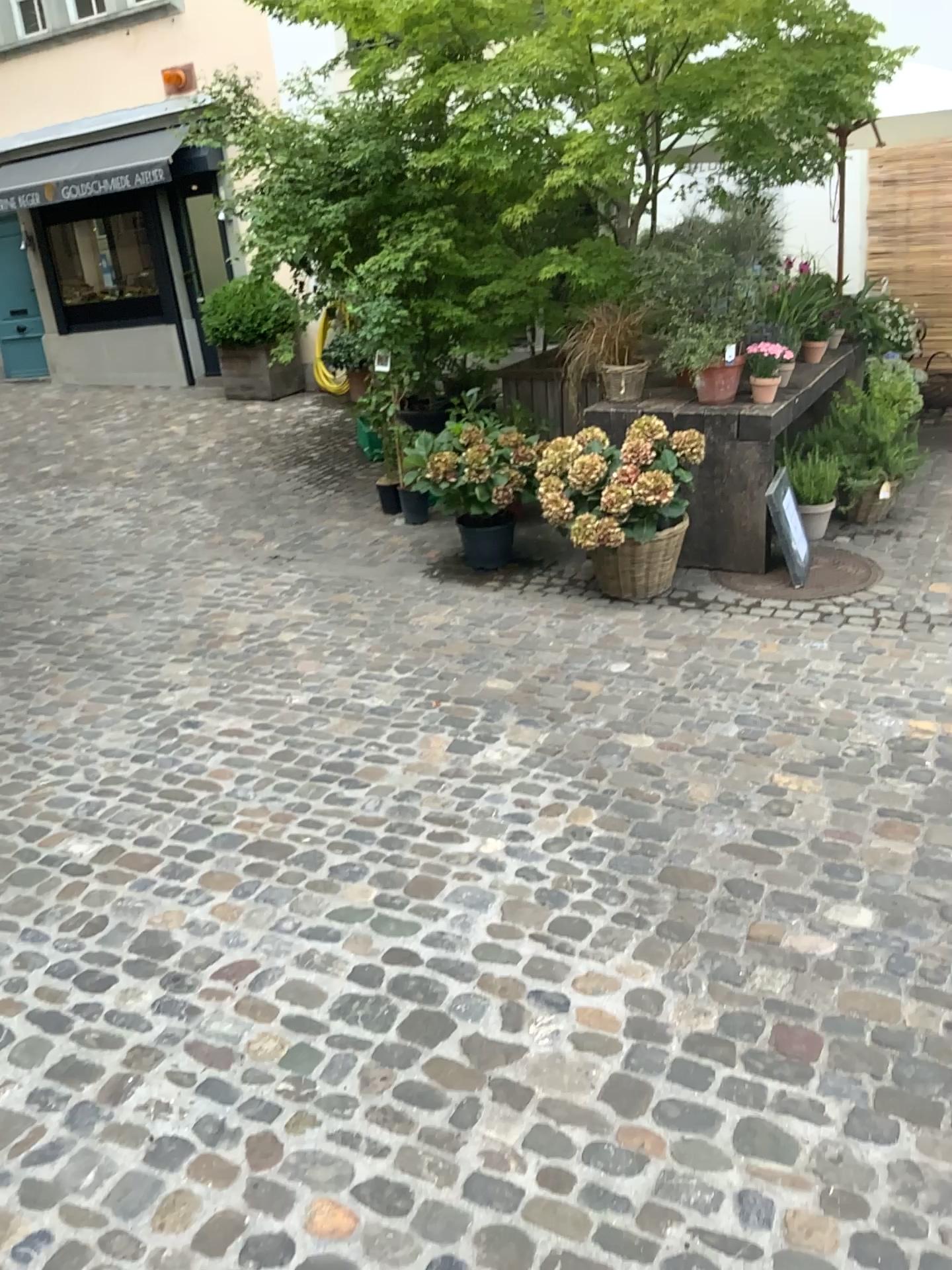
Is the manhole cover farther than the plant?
Yes

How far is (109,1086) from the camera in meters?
Answer: 2.1 m

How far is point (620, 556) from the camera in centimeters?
461cm

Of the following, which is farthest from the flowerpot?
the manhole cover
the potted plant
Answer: the manhole cover

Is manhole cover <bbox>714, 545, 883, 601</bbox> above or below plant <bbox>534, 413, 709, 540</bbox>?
below

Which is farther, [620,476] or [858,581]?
[858,581]

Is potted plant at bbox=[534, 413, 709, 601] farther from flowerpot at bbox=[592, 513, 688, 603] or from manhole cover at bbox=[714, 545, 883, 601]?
manhole cover at bbox=[714, 545, 883, 601]

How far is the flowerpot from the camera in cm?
461

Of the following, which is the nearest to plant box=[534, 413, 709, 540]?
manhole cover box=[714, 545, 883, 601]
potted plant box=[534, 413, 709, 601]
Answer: potted plant box=[534, 413, 709, 601]

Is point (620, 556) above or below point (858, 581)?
above
